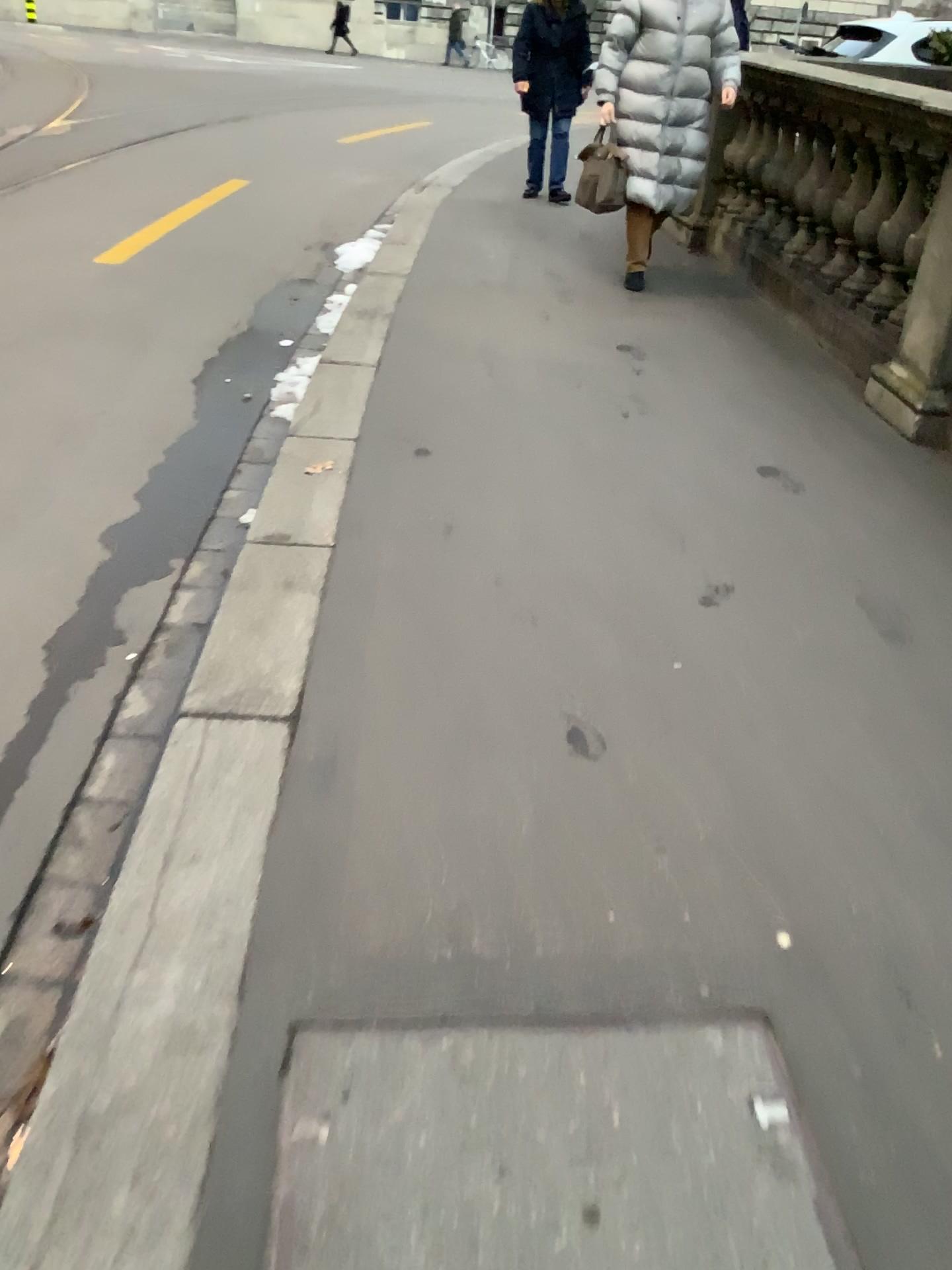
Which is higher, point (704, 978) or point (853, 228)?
point (853, 228)
